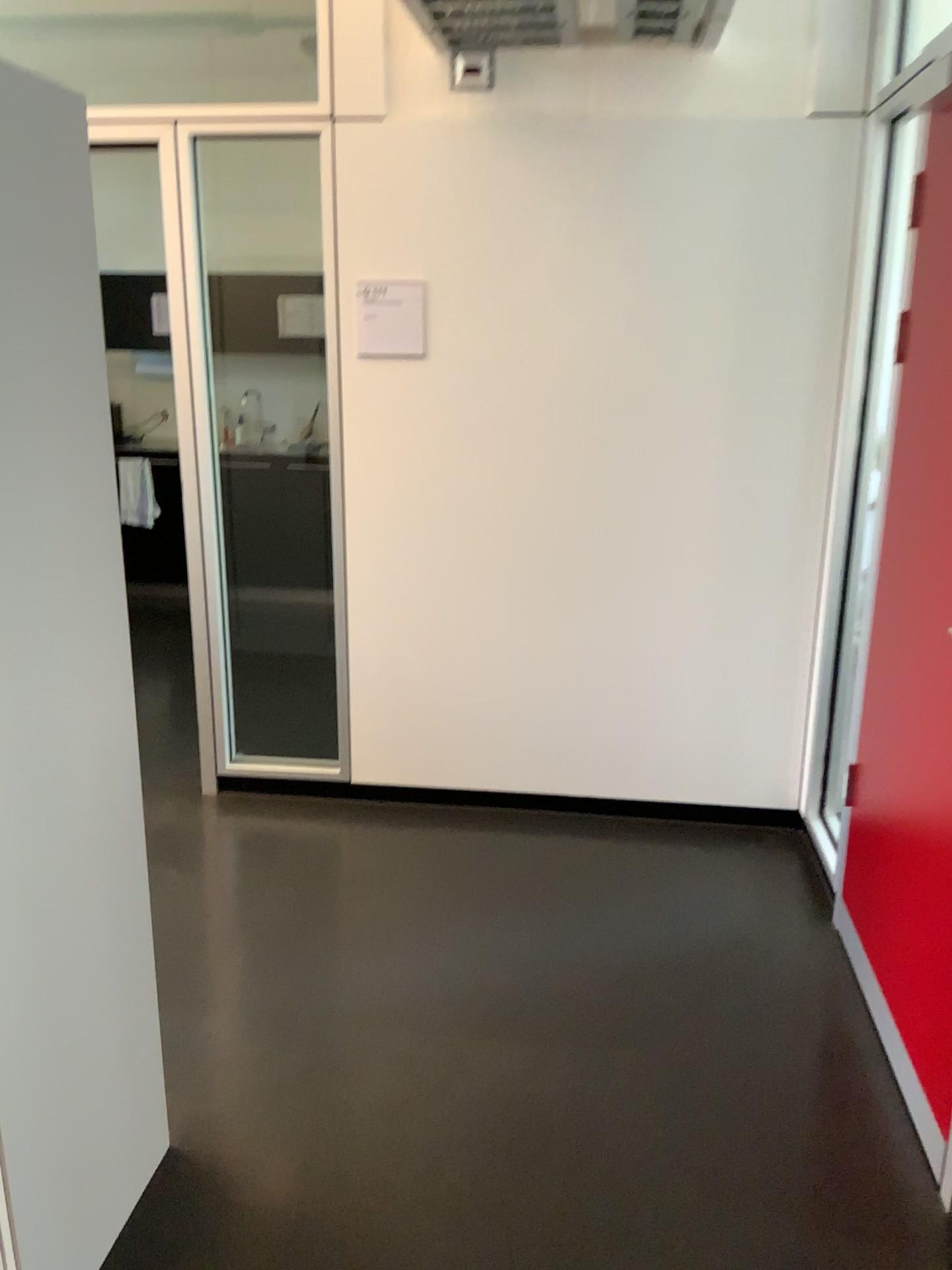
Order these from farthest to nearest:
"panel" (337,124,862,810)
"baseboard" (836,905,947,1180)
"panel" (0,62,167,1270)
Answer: "panel" (337,124,862,810) < "baseboard" (836,905,947,1180) < "panel" (0,62,167,1270)

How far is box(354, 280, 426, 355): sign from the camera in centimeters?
318cm

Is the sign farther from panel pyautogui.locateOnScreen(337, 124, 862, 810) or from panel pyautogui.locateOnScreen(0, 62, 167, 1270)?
panel pyautogui.locateOnScreen(0, 62, 167, 1270)

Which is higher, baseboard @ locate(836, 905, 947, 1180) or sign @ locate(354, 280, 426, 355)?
sign @ locate(354, 280, 426, 355)

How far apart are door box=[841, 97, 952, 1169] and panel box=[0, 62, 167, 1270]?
1.5m

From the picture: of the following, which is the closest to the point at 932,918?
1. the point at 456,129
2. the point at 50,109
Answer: the point at 50,109

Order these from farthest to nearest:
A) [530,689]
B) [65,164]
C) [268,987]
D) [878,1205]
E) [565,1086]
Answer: [530,689] < [268,987] < [565,1086] < [878,1205] < [65,164]

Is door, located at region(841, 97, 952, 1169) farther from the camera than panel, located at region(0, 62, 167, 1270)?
Yes

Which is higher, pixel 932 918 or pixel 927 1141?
pixel 932 918

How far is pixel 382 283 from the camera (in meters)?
3.18
